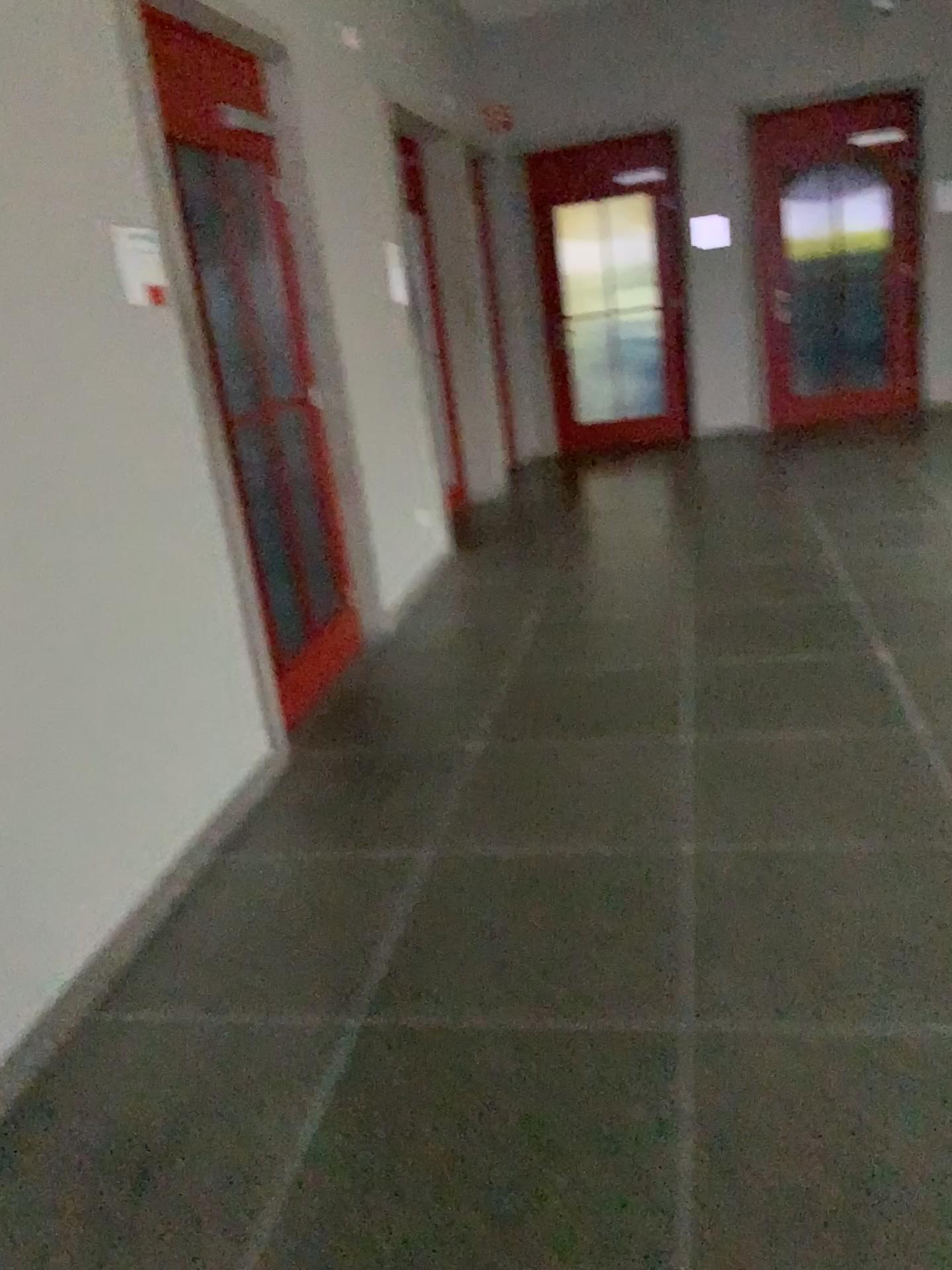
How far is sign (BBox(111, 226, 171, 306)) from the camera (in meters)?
2.79

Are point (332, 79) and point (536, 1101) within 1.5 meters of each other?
no

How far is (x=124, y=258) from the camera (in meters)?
2.79
